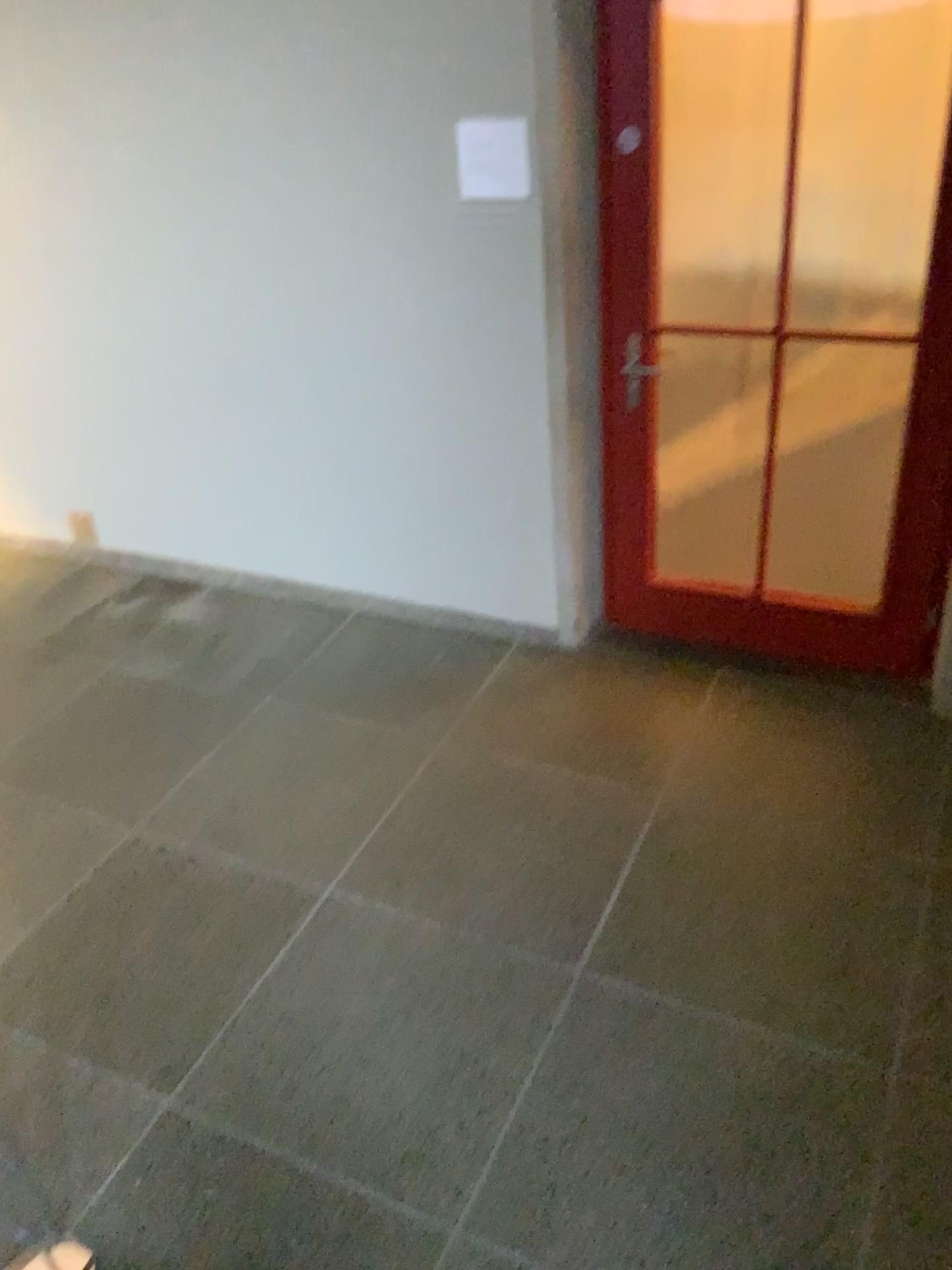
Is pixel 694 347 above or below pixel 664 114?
below

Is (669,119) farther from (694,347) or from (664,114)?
(694,347)

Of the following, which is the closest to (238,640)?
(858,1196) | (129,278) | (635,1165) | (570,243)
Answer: (129,278)

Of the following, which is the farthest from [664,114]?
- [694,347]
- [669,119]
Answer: [694,347]
